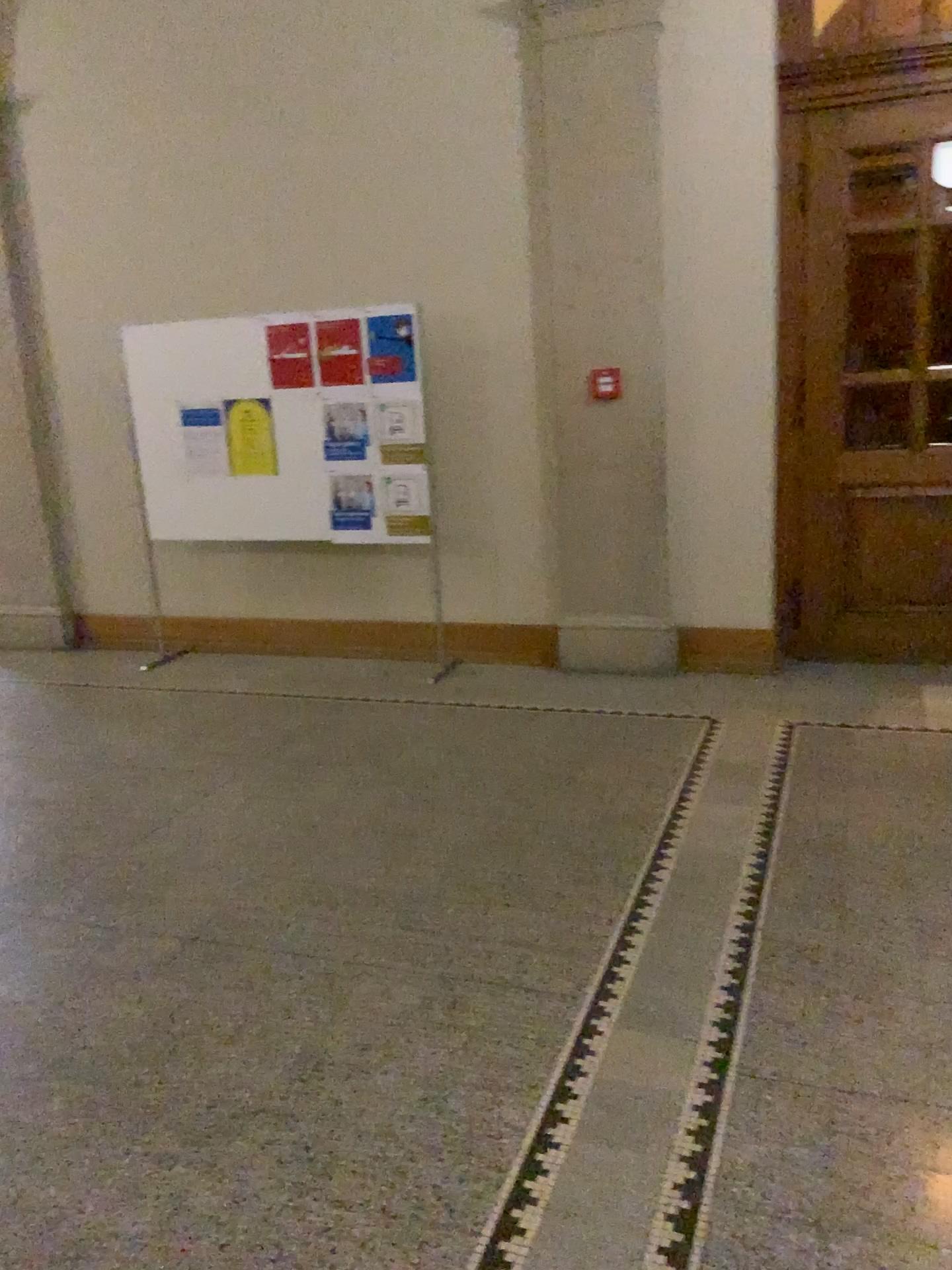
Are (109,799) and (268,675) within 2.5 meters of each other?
yes
